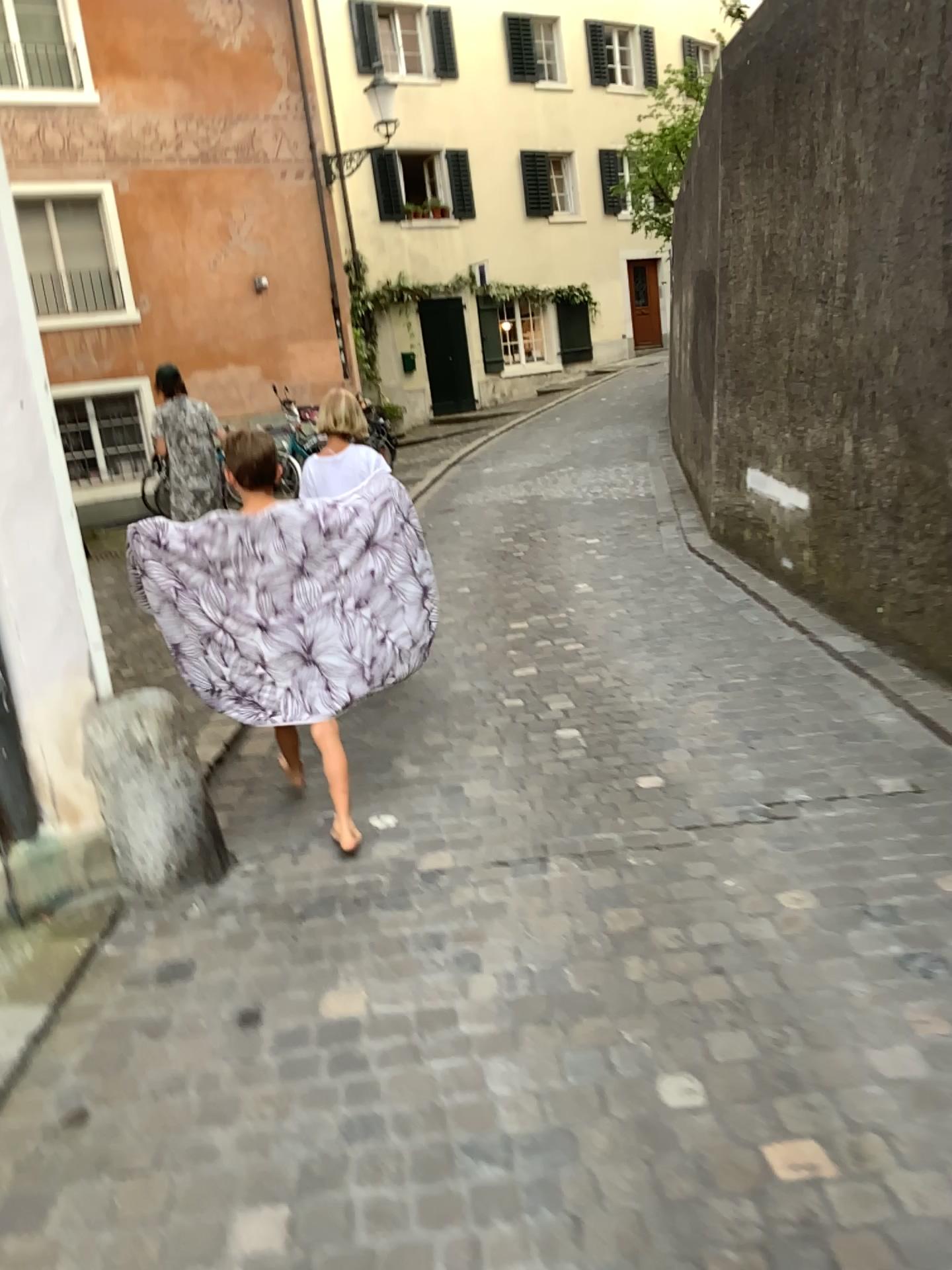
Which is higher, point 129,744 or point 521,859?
point 129,744
